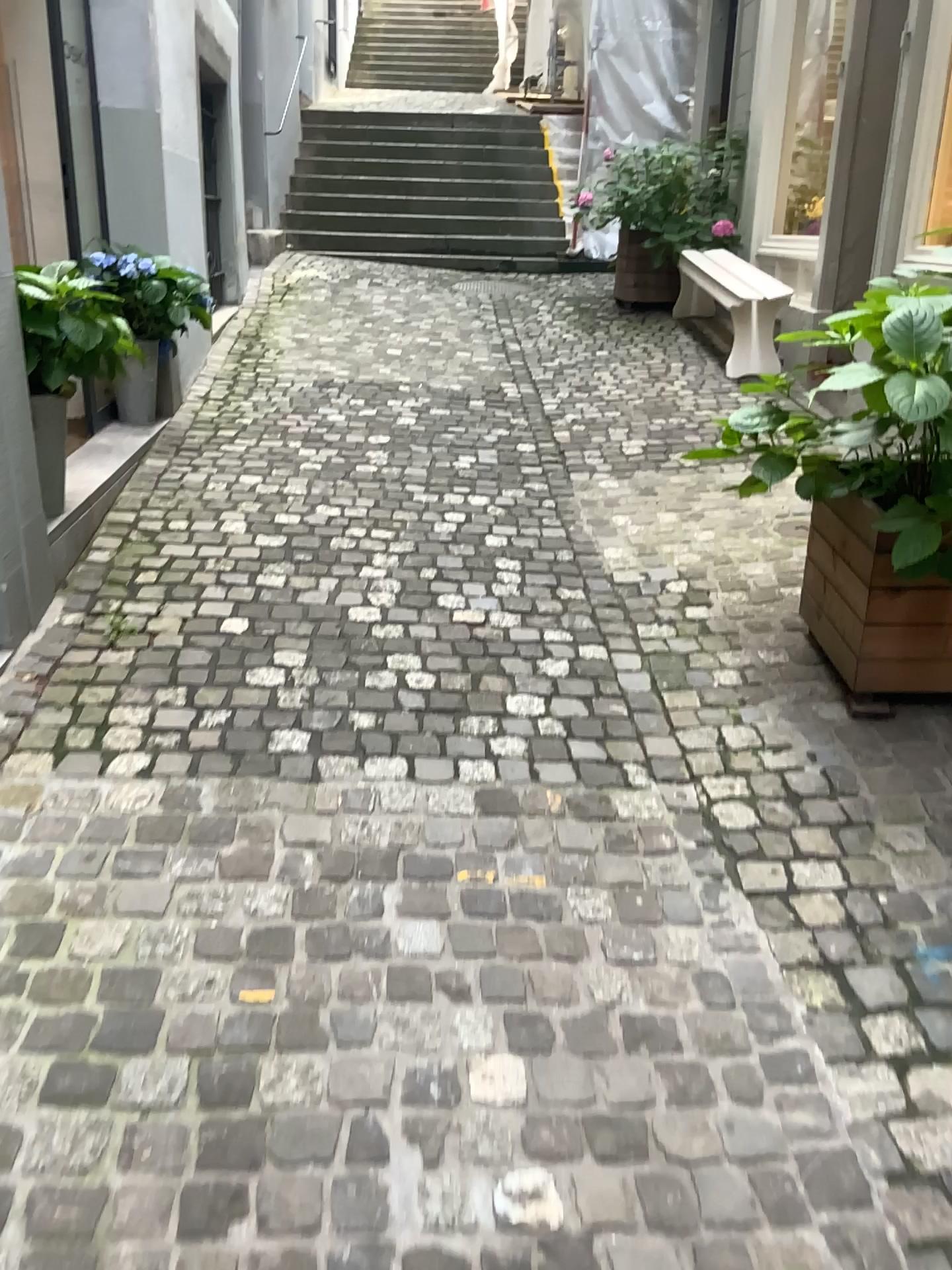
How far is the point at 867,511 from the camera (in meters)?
2.54

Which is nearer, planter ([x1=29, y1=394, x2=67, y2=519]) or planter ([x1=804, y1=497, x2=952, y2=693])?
planter ([x1=804, y1=497, x2=952, y2=693])

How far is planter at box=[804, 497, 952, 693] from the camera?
2.5m

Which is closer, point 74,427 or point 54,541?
point 54,541

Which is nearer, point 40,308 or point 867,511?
point 867,511

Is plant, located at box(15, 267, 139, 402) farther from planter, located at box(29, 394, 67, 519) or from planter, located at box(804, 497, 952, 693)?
planter, located at box(804, 497, 952, 693)

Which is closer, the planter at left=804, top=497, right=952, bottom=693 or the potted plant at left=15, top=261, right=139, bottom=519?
the planter at left=804, top=497, right=952, bottom=693

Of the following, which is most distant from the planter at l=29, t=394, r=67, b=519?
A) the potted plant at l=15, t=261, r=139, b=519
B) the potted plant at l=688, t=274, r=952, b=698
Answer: the potted plant at l=688, t=274, r=952, b=698

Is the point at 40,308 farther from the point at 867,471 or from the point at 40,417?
the point at 867,471

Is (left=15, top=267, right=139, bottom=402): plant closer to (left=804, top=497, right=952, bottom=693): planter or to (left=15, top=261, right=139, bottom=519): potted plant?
(left=15, top=261, right=139, bottom=519): potted plant
